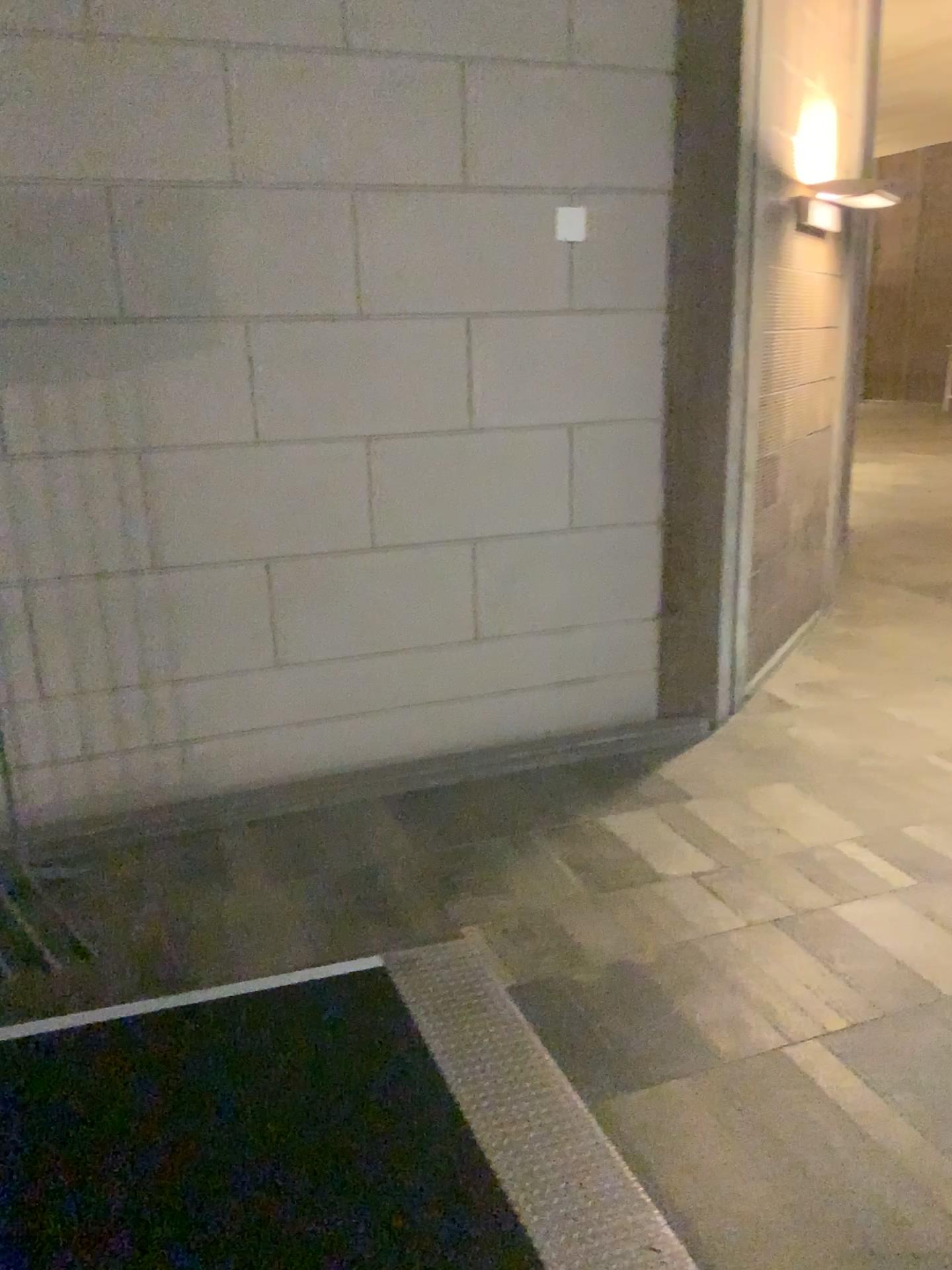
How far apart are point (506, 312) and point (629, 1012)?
2.4 meters

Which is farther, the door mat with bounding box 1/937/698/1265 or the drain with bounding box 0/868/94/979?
the drain with bounding box 0/868/94/979

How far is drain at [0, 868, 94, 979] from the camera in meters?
2.8

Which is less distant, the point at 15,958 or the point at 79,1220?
the point at 79,1220

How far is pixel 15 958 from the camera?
2.8m
